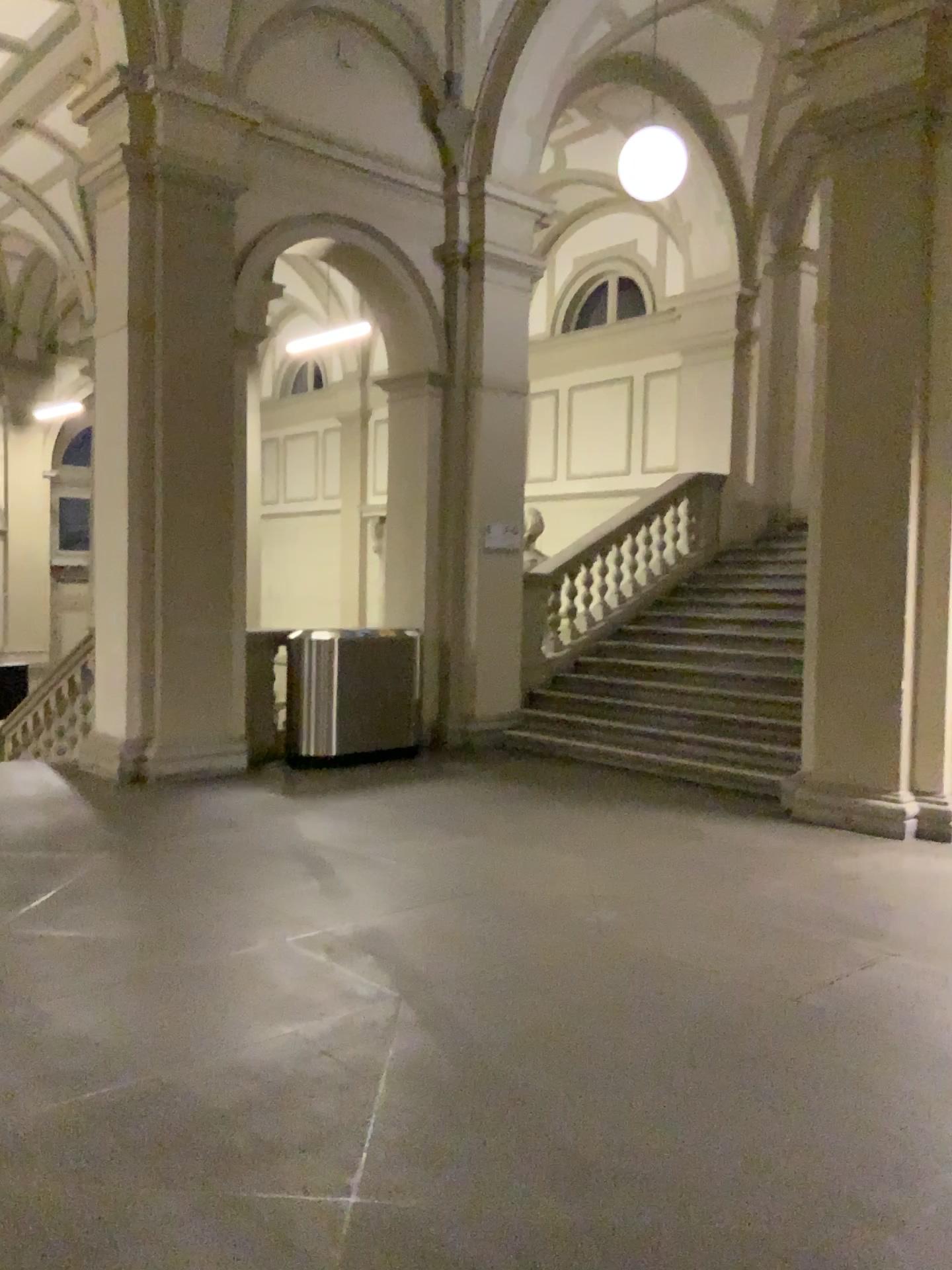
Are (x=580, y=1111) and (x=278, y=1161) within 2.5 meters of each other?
yes
